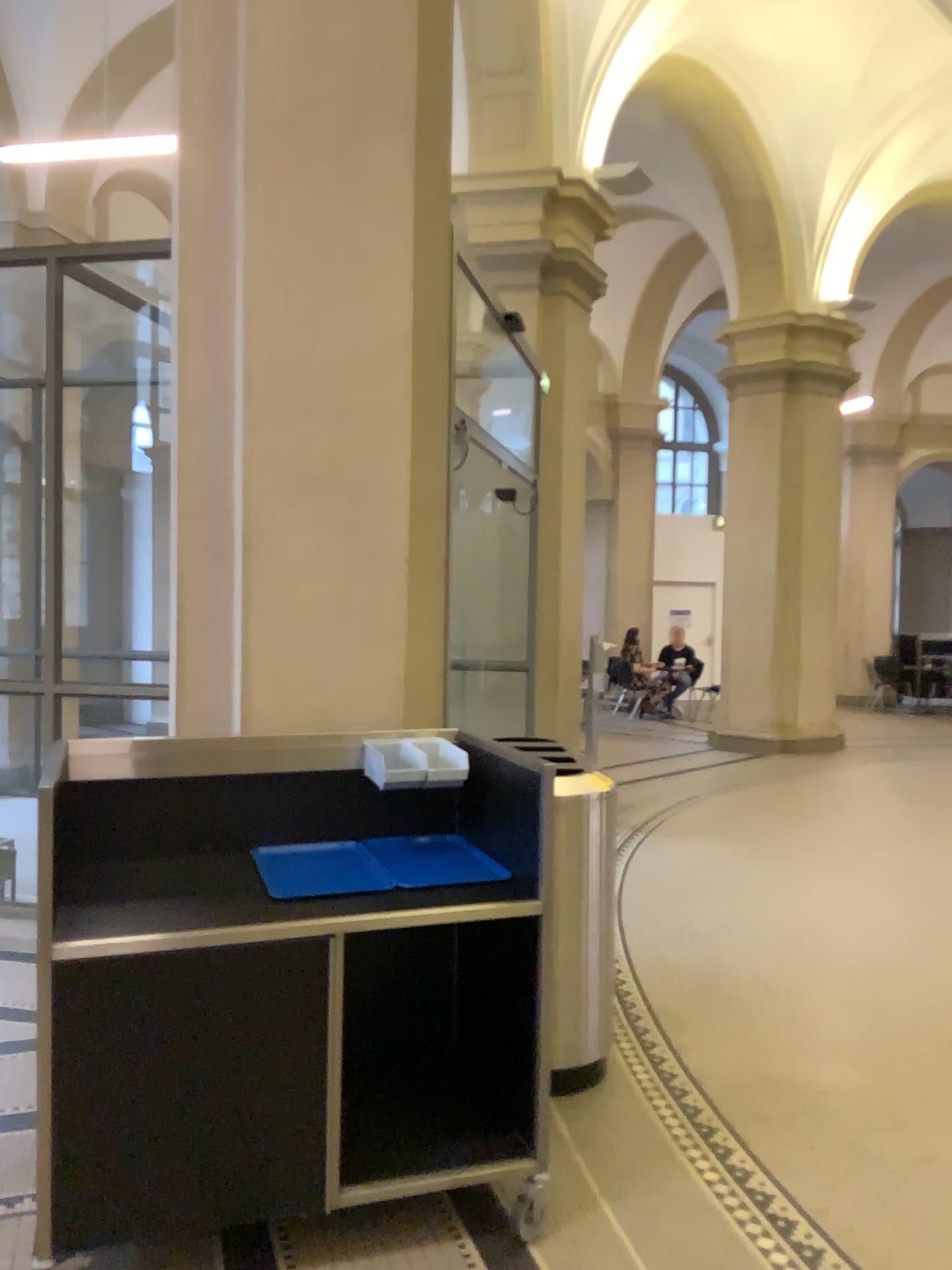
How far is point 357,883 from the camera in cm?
274

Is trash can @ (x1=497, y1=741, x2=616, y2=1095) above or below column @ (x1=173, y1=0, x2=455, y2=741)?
below

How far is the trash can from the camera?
3.3m

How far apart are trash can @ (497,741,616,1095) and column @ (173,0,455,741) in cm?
56

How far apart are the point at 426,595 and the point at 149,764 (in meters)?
1.10

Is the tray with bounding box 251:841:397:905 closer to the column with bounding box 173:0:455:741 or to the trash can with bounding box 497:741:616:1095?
the column with bounding box 173:0:455:741

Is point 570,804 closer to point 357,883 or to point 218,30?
point 357,883

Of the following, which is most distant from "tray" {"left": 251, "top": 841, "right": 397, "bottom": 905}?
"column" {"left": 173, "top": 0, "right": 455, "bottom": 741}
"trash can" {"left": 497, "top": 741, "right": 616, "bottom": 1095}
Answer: "trash can" {"left": 497, "top": 741, "right": 616, "bottom": 1095}

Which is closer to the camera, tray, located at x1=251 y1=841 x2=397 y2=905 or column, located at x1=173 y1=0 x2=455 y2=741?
tray, located at x1=251 y1=841 x2=397 y2=905

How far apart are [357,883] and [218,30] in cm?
257
